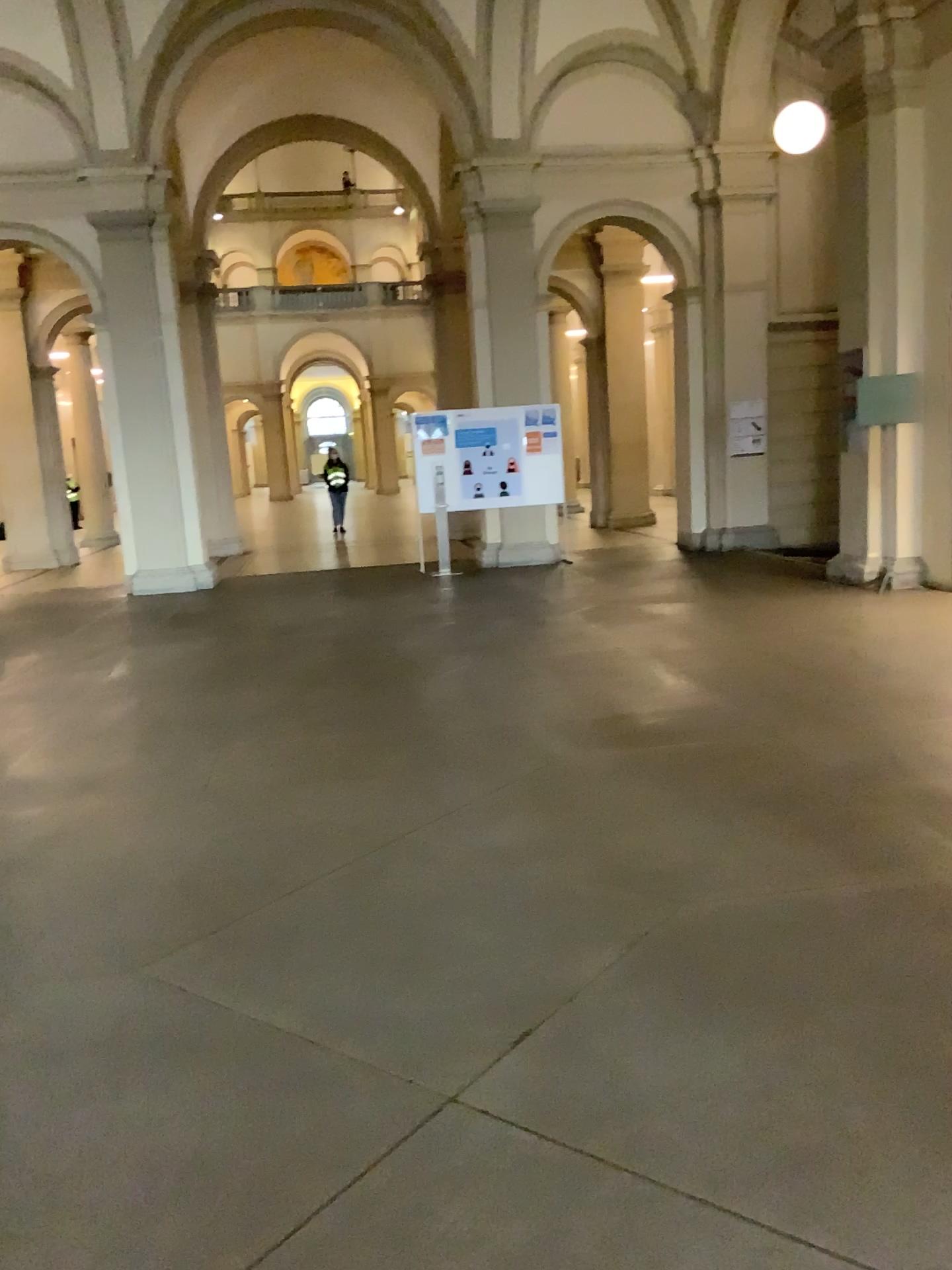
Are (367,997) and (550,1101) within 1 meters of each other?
yes
